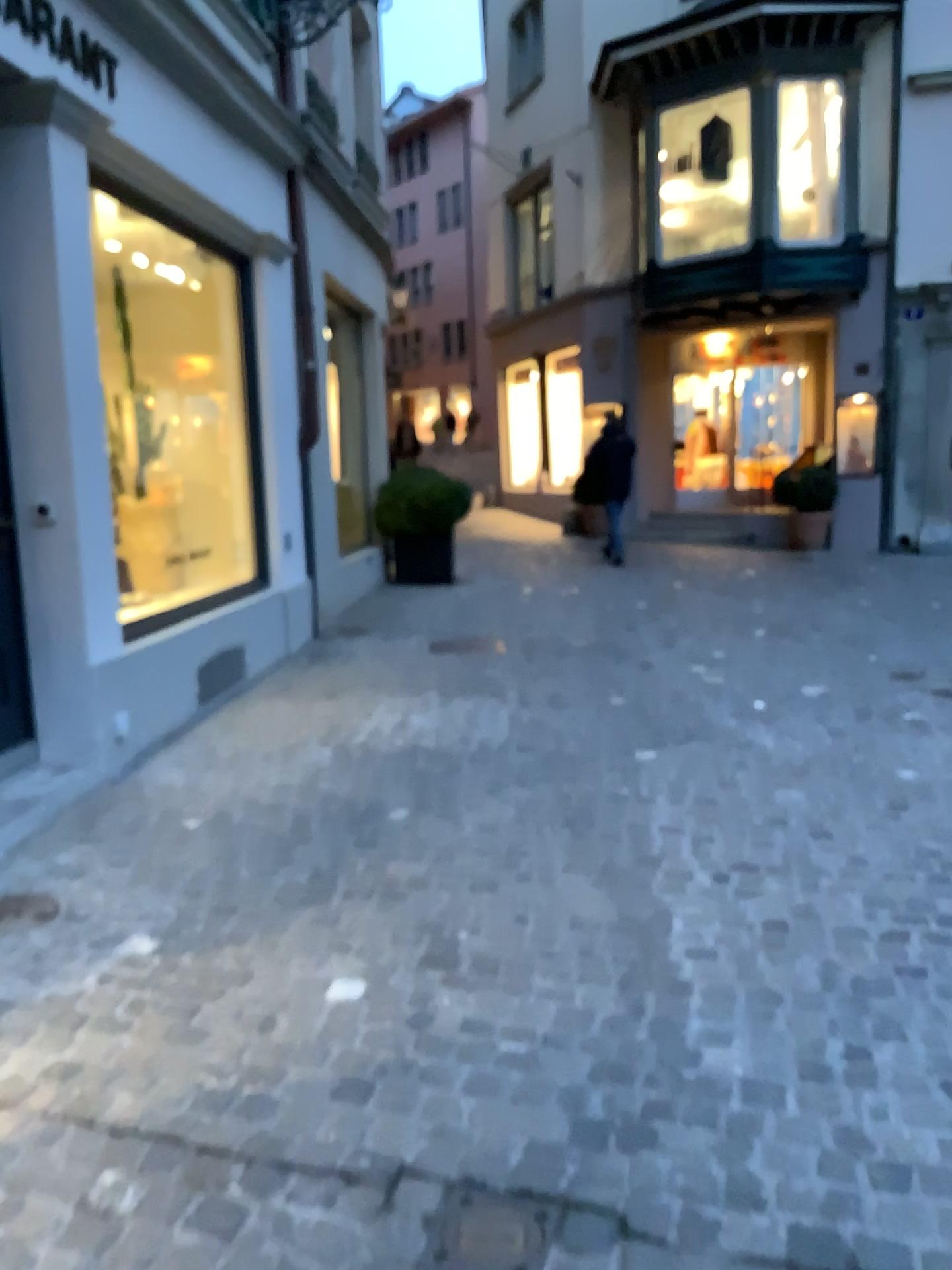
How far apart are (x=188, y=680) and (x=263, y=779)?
1.1 meters

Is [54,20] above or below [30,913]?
above

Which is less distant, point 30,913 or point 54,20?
point 30,913

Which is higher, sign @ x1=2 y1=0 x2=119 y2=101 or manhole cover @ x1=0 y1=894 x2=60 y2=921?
sign @ x1=2 y1=0 x2=119 y2=101

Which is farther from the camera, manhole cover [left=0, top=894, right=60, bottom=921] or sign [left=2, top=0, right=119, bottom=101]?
sign [left=2, top=0, right=119, bottom=101]
